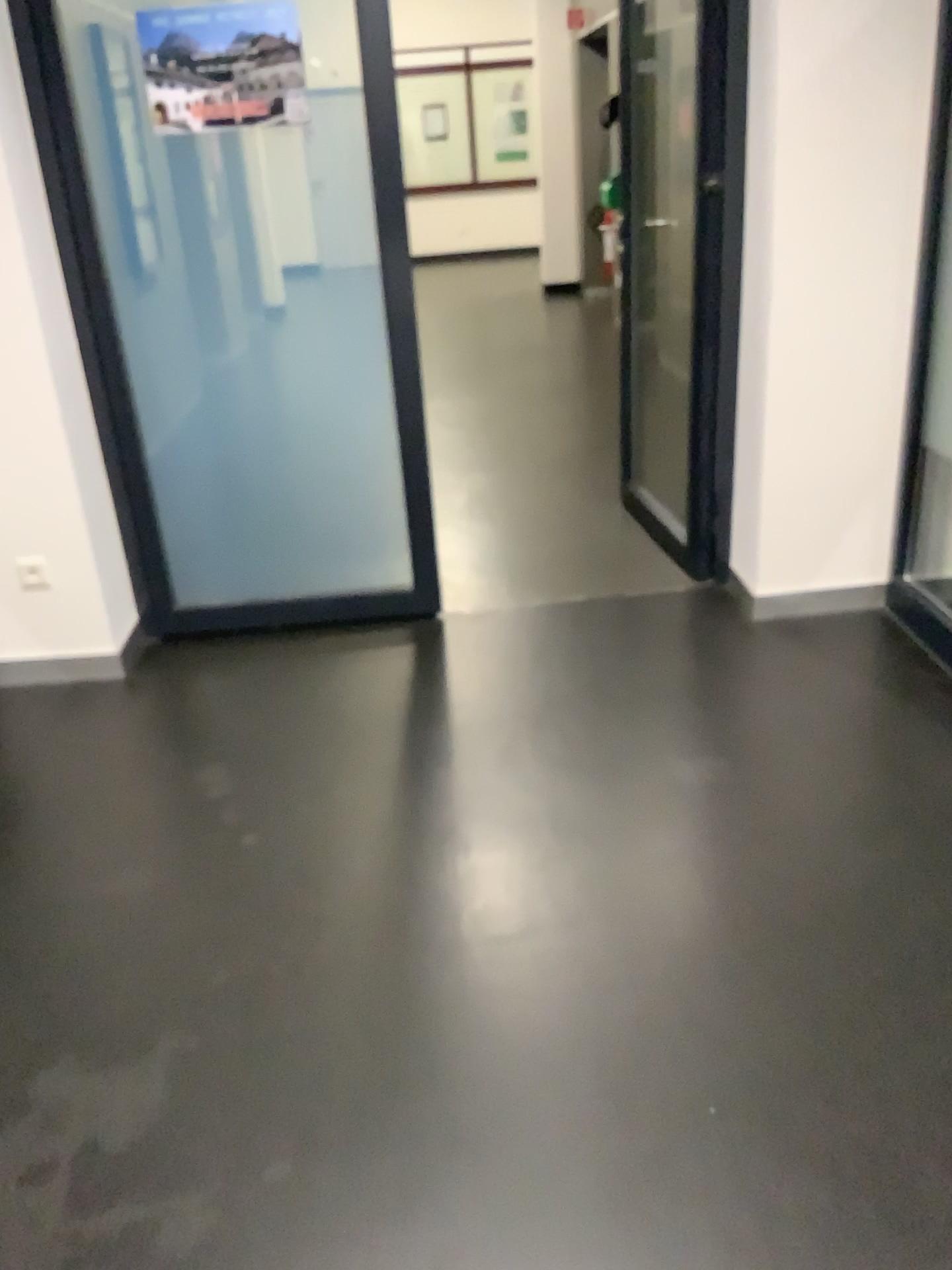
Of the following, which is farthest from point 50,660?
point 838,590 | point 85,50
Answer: point 838,590

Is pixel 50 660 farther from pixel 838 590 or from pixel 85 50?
pixel 838 590

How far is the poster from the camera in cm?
277

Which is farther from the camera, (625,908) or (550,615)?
(550,615)

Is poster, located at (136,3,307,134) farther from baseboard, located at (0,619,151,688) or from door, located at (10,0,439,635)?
baseboard, located at (0,619,151,688)

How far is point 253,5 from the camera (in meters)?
2.77

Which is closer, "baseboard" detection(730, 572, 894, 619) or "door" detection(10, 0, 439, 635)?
"door" detection(10, 0, 439, 635)

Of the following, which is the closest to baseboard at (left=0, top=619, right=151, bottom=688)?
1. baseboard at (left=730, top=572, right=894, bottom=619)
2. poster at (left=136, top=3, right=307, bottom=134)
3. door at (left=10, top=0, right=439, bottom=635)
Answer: door at (left=10, top=0, right=439, bottom=635)

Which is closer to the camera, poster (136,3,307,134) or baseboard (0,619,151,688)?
poster (136,3,307,134)

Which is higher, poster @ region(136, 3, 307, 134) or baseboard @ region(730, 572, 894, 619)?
poster @ region(136, 3, 307, 134)
